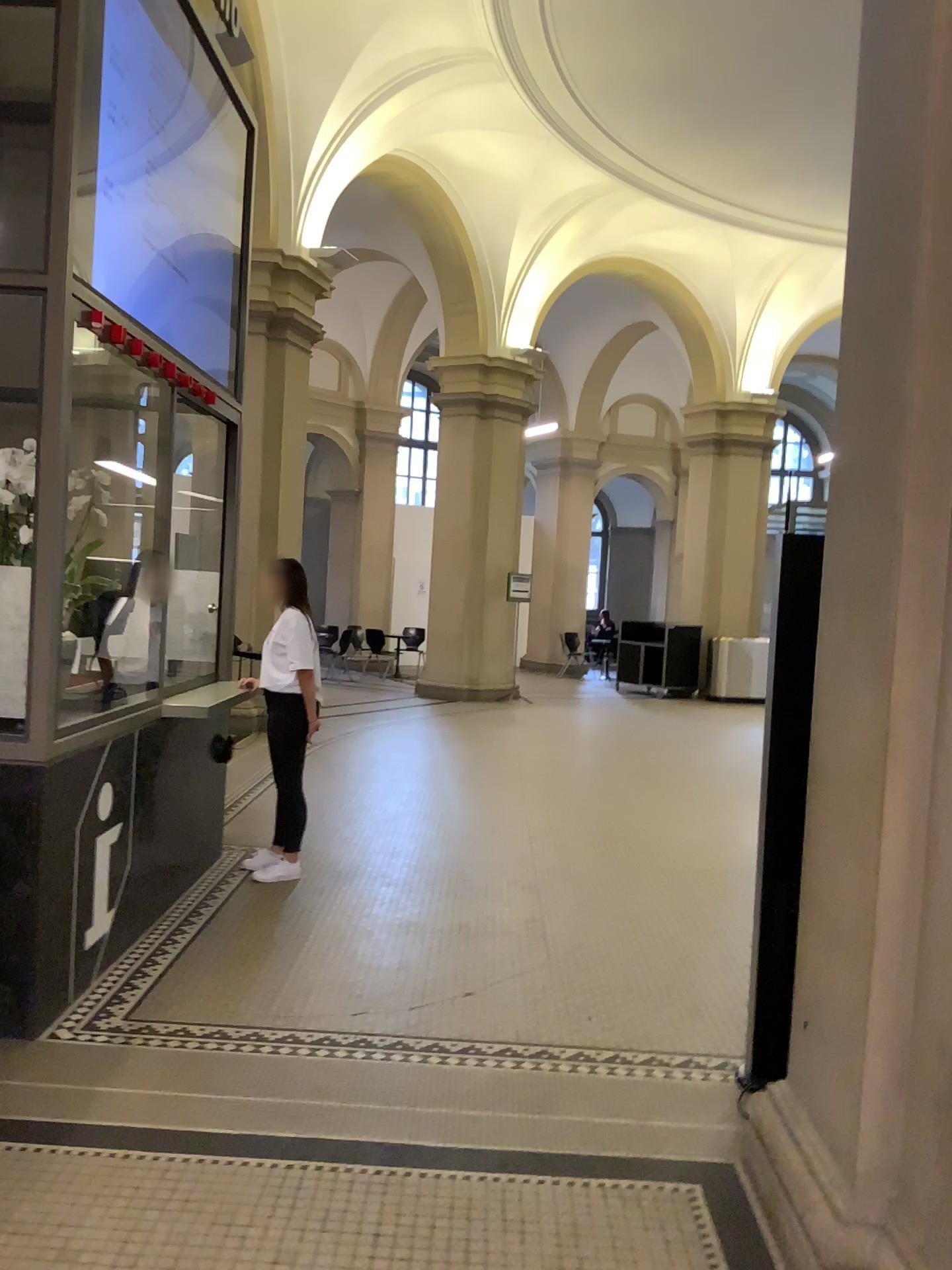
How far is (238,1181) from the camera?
2.74m

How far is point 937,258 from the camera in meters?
2.2

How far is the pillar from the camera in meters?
2.2
